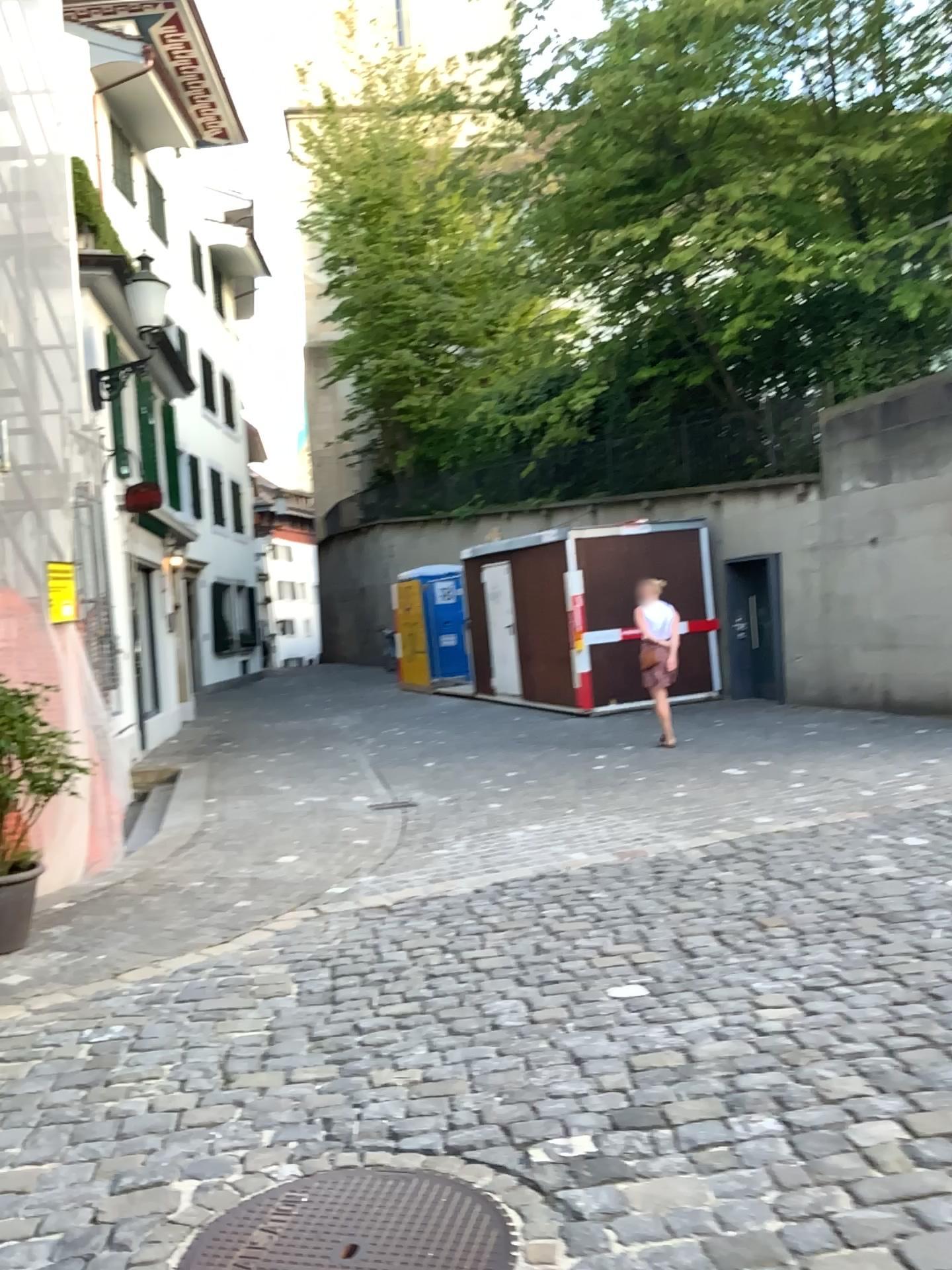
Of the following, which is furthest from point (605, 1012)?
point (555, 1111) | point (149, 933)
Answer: point (149, 933)

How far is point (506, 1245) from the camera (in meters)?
2.24

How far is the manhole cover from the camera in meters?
2.2
